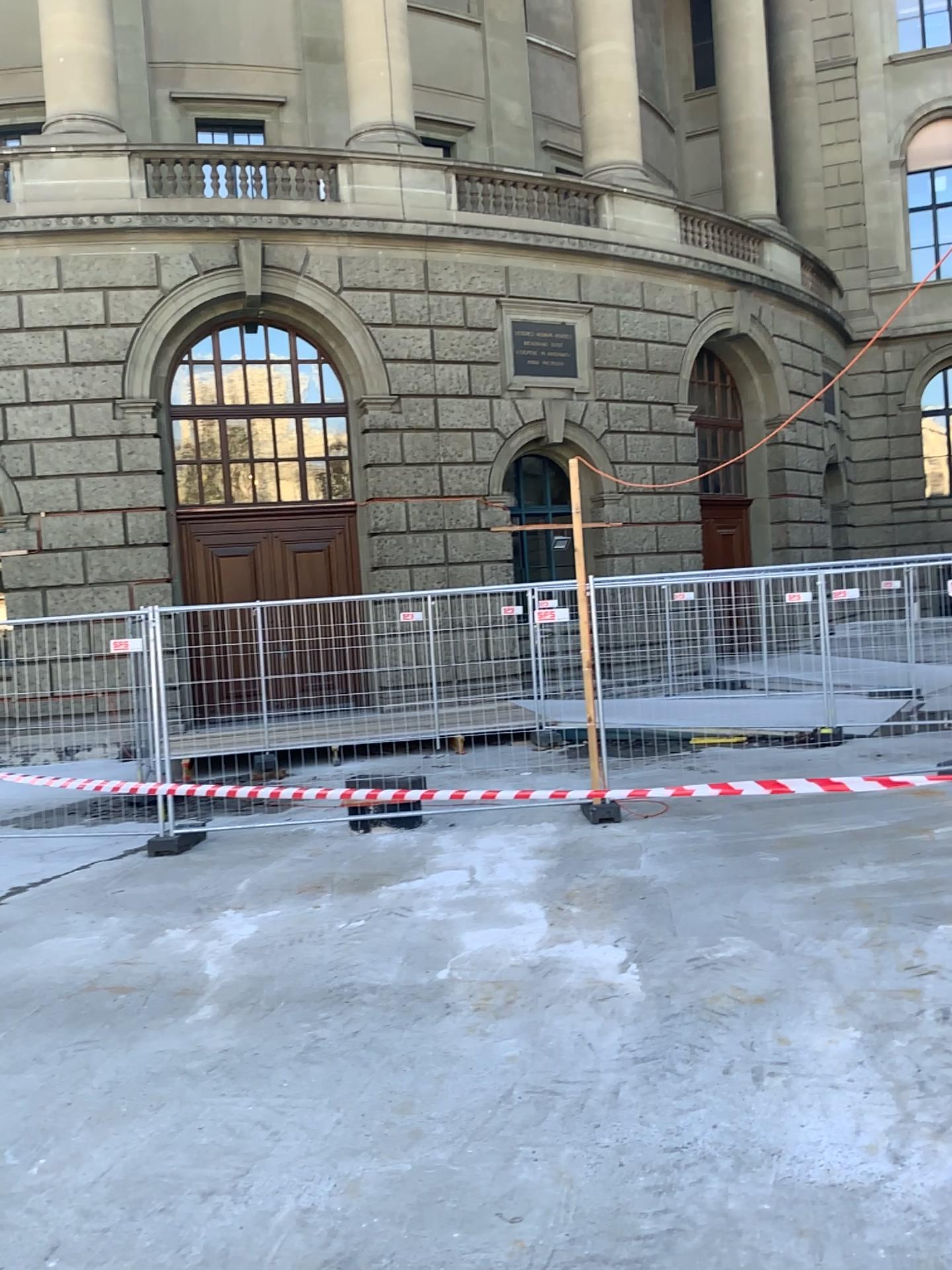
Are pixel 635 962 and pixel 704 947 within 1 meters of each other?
yes
